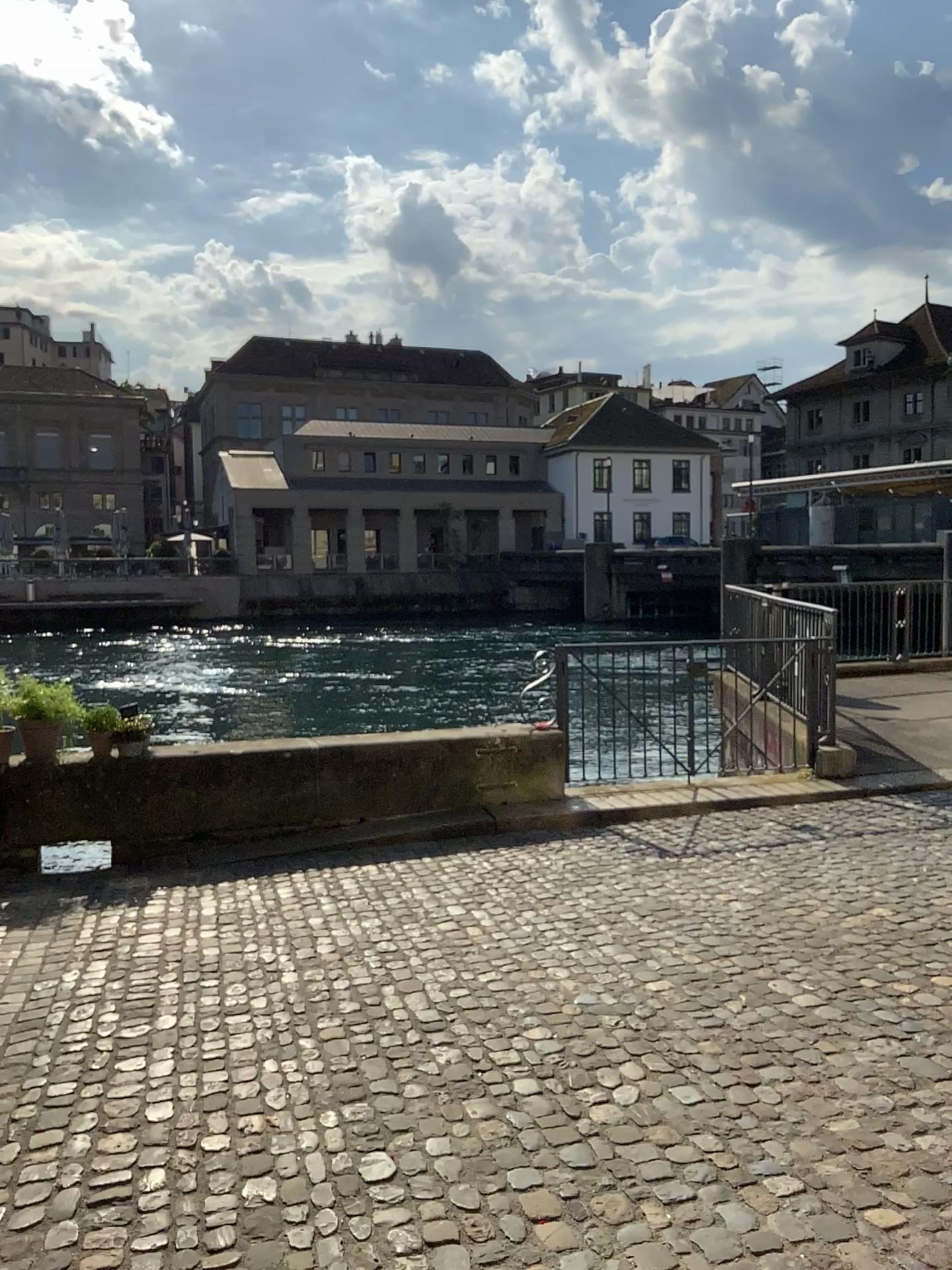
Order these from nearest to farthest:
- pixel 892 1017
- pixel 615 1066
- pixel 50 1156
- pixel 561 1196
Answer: pixel 561 1196 → pixel 50 1156 → pixel 615 1066 → pixel 892 1017
